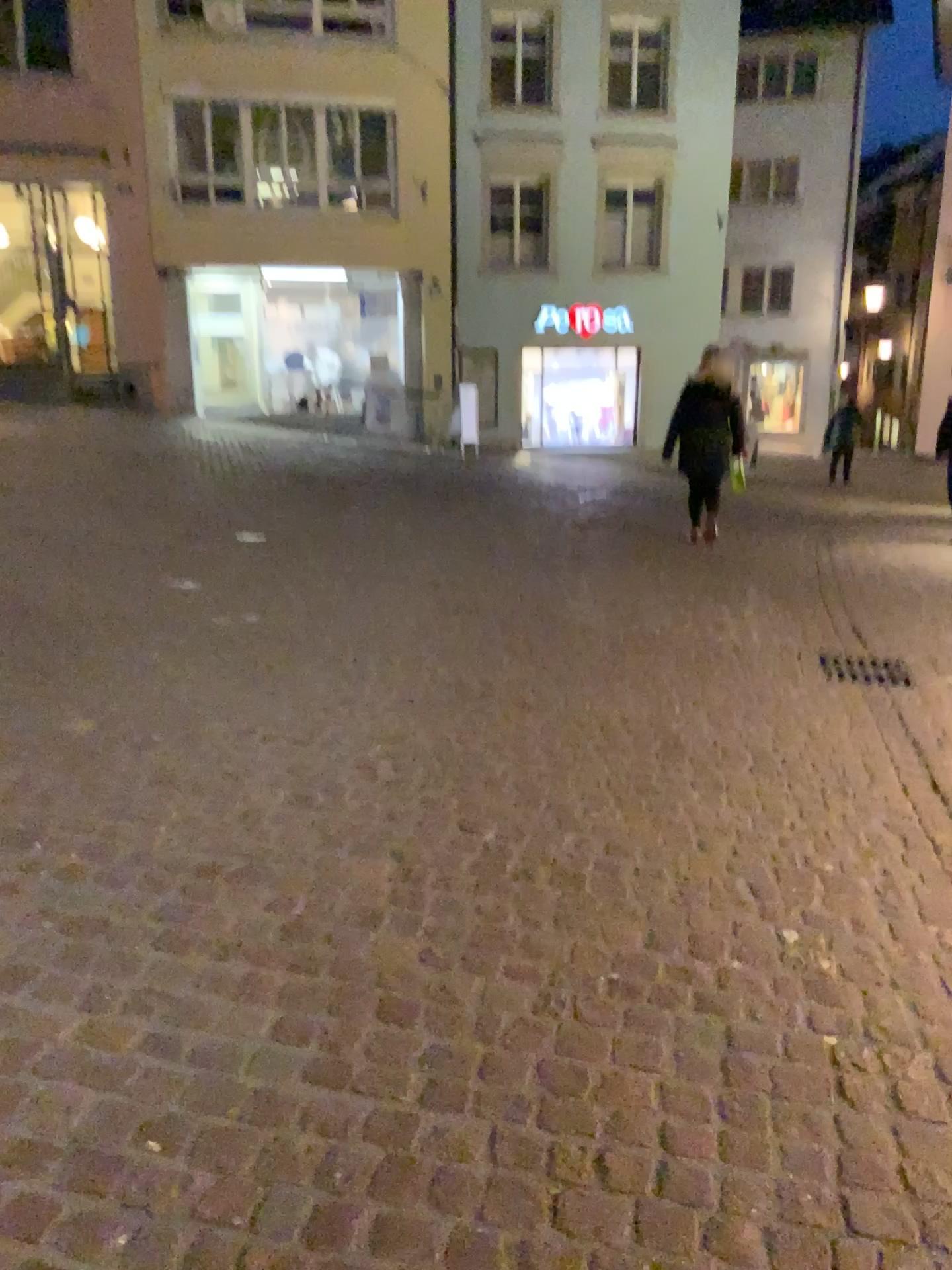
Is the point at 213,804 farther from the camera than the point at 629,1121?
Yes
